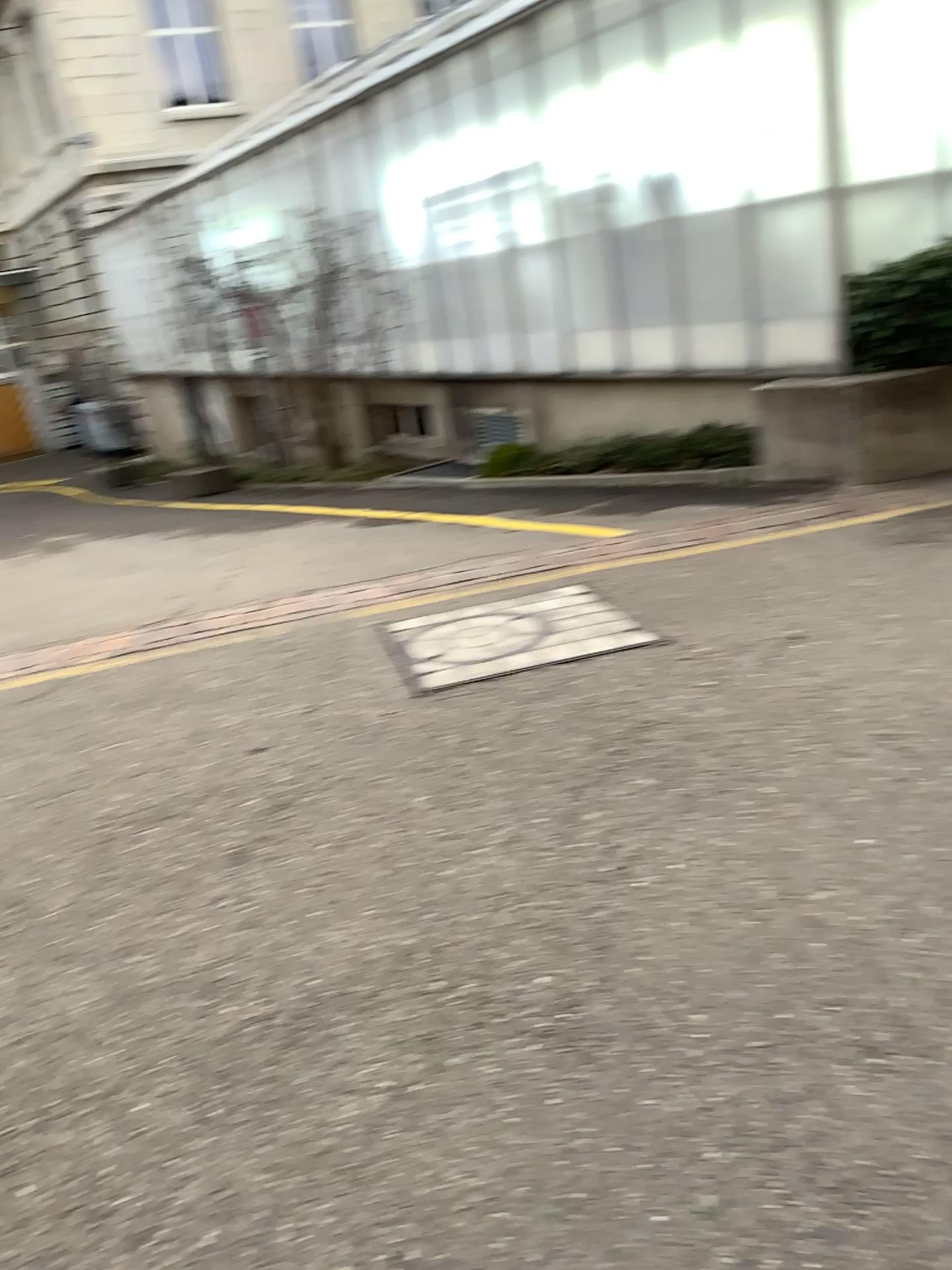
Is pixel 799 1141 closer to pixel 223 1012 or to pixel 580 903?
Answer: pixel 580 903
